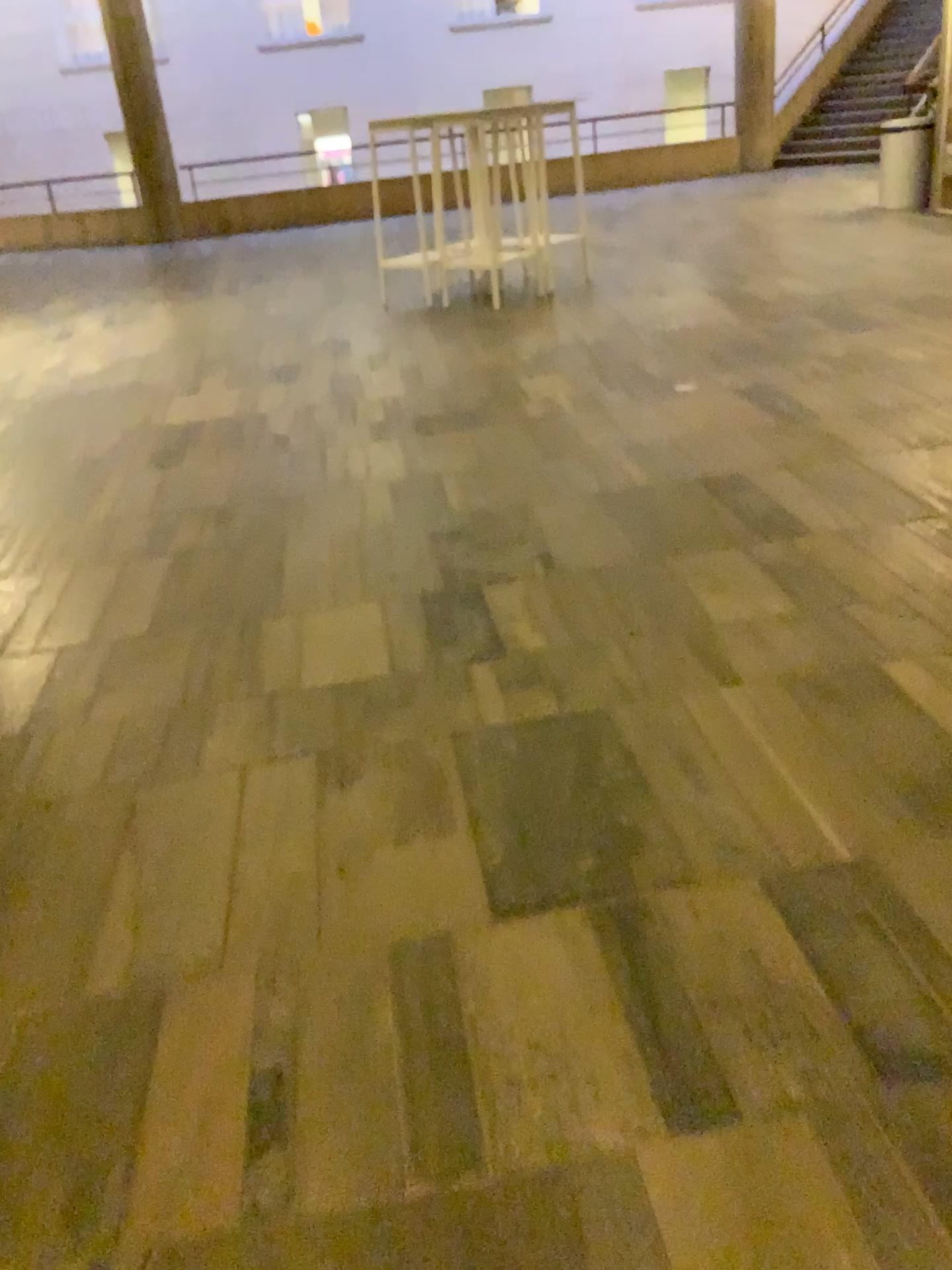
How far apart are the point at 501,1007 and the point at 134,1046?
0.5m
